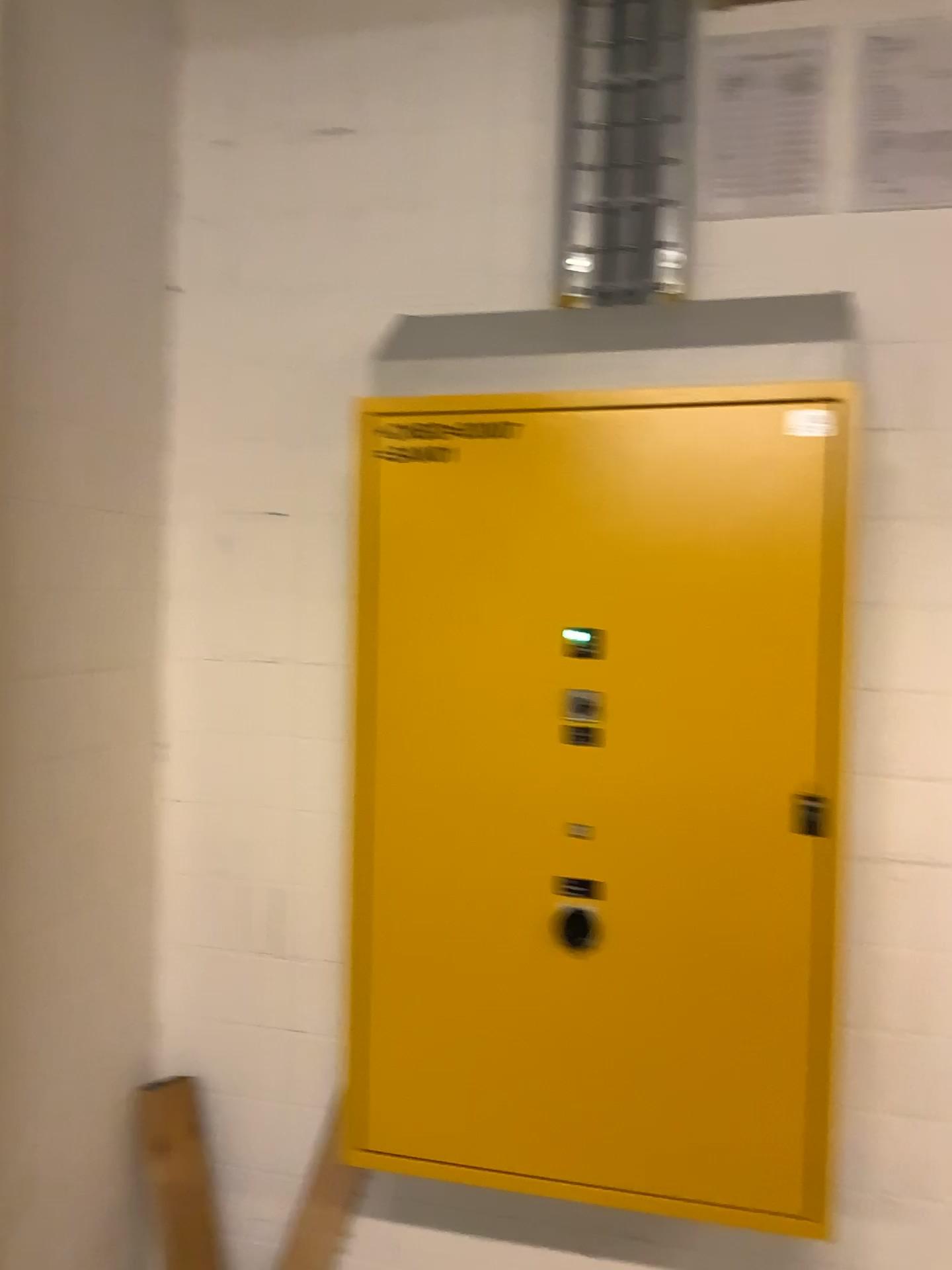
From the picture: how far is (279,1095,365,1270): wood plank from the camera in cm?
214

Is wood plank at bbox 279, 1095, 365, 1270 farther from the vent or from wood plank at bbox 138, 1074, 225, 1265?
the vent

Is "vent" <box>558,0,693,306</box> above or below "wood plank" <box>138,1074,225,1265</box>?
above

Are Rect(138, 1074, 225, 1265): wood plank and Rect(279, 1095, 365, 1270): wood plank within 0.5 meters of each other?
yes

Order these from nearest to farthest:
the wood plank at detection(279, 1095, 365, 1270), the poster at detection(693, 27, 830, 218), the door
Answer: the door
the poster at detection(693, 27, 830, 218)
the wood plank at detection(279, 1095, 365, 1270)

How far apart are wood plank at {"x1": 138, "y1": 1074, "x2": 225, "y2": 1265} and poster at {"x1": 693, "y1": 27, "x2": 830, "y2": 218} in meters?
2.0 m

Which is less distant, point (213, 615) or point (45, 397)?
point (45, 397)

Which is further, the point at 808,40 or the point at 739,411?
the point at 808,40

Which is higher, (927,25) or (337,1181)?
(927,25)

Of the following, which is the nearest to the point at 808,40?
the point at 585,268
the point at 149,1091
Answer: the point at 585,268
